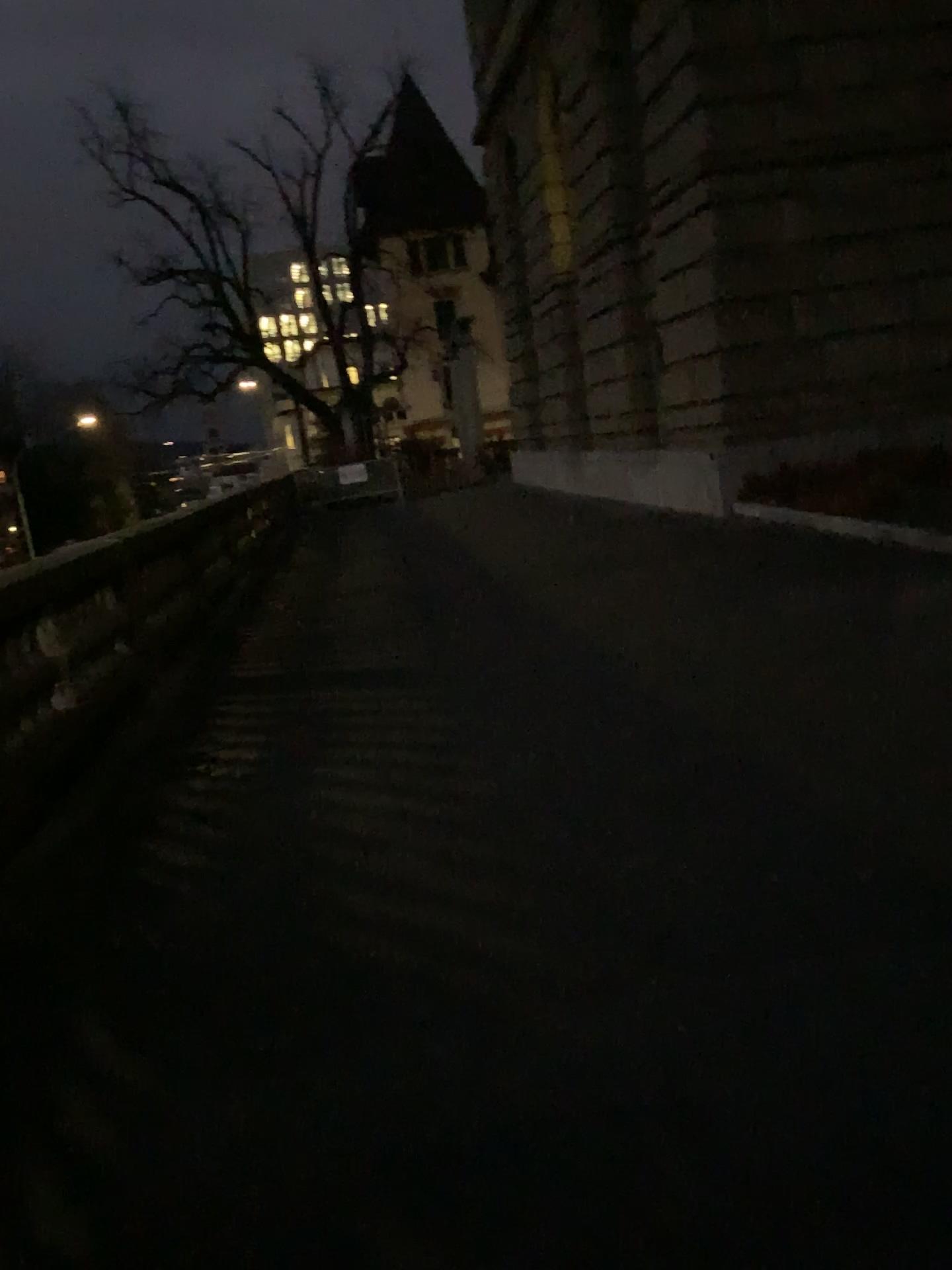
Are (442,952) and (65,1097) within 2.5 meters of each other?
yes
